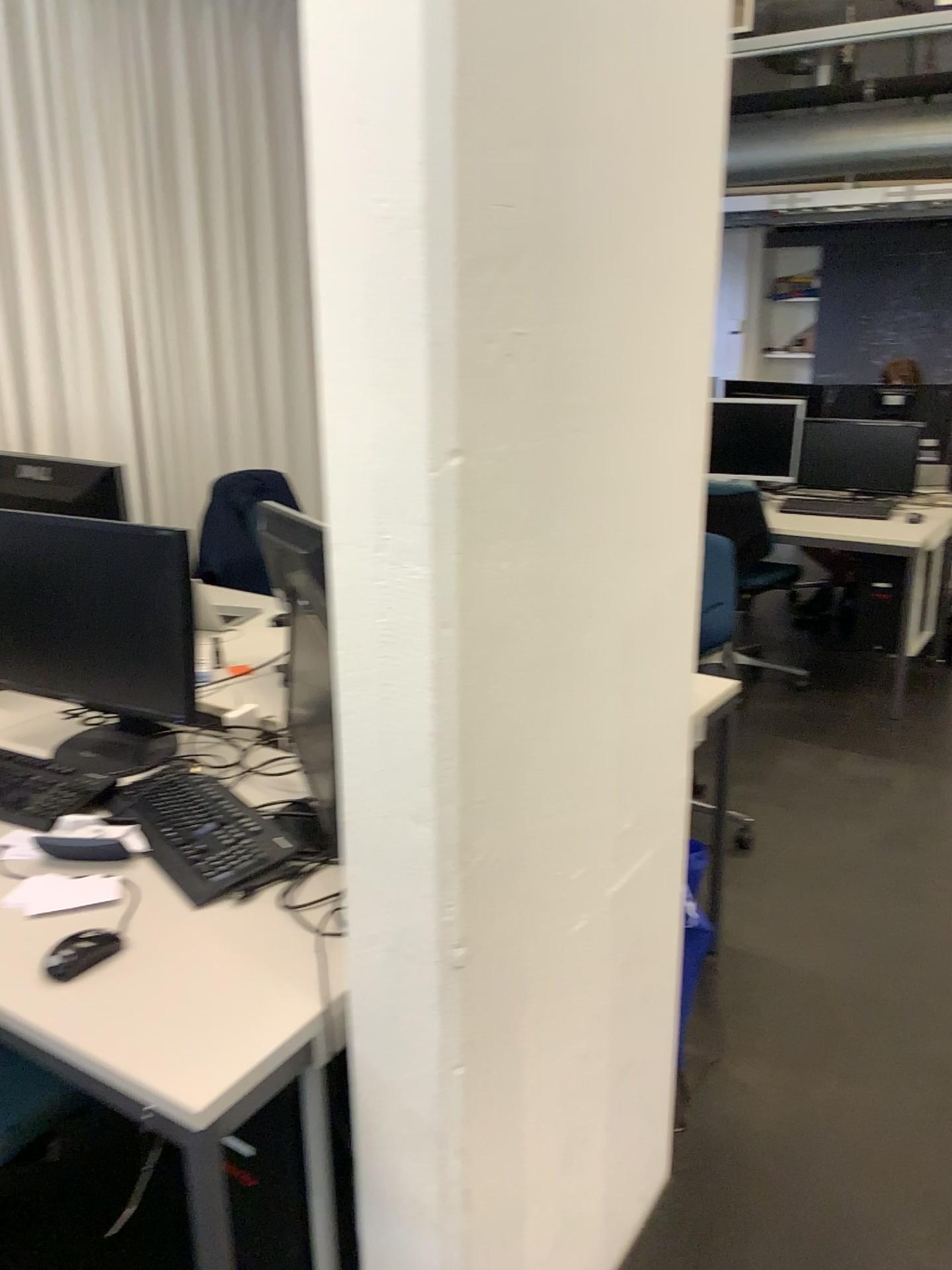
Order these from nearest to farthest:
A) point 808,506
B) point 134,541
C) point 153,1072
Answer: point 153,1072
point 134,541
point 808,506

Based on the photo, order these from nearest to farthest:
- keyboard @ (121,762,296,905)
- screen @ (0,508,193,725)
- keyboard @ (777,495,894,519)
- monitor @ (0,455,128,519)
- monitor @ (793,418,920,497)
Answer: keyboard @ (121,762,296,905)
screen @ (0,508,193,725)
monitor @ (0,455,128,519)
keyboard @ (777,495,894,519)
monitor @ (793,418,920,497)

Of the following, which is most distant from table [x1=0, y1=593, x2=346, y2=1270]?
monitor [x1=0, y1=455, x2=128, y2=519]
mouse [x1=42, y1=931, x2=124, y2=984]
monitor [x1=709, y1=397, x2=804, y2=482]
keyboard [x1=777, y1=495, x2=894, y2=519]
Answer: monitor [x1=709, y1=397, x2=804, y2=482]

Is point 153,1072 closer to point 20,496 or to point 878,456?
point 20,496

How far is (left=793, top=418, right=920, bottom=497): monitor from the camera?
4.7 meters

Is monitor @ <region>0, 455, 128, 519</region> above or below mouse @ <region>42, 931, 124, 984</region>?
above

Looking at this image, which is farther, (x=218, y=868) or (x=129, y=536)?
Answer: (x=129, y=536)

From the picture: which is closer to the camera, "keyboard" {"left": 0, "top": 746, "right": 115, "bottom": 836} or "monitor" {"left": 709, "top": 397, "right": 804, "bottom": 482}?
"keyboard" {"left": 0, "top": 746, "right": 115, "bottom": 836}

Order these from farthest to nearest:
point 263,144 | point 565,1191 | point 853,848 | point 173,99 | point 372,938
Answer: point 263,144, point 173,99, point 853,848, point 565,1191, point 372,938

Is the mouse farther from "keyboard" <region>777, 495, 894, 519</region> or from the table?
"keyboard" <region>777, 495, 894, 519</region>
